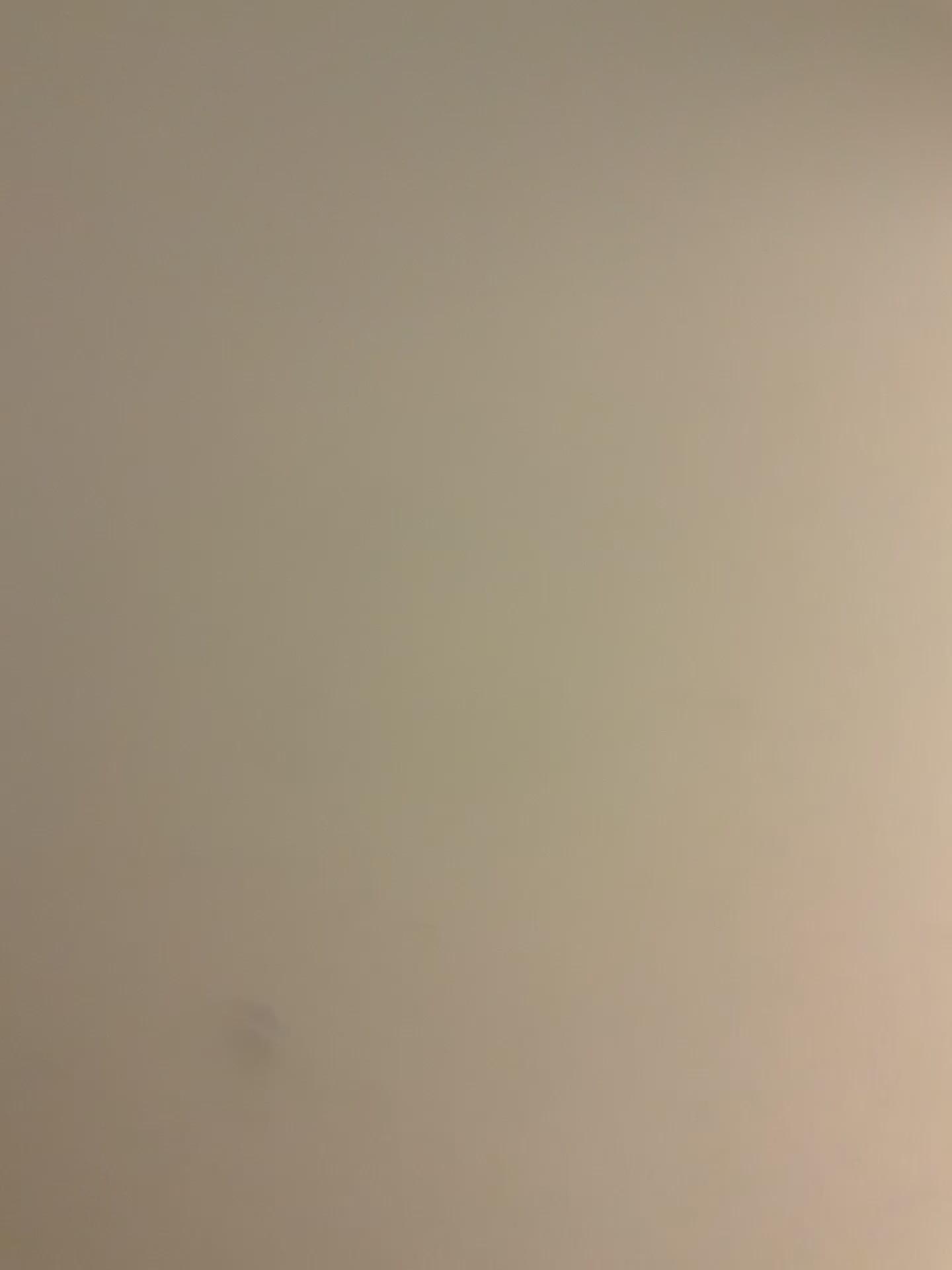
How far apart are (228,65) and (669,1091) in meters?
0.7 m
